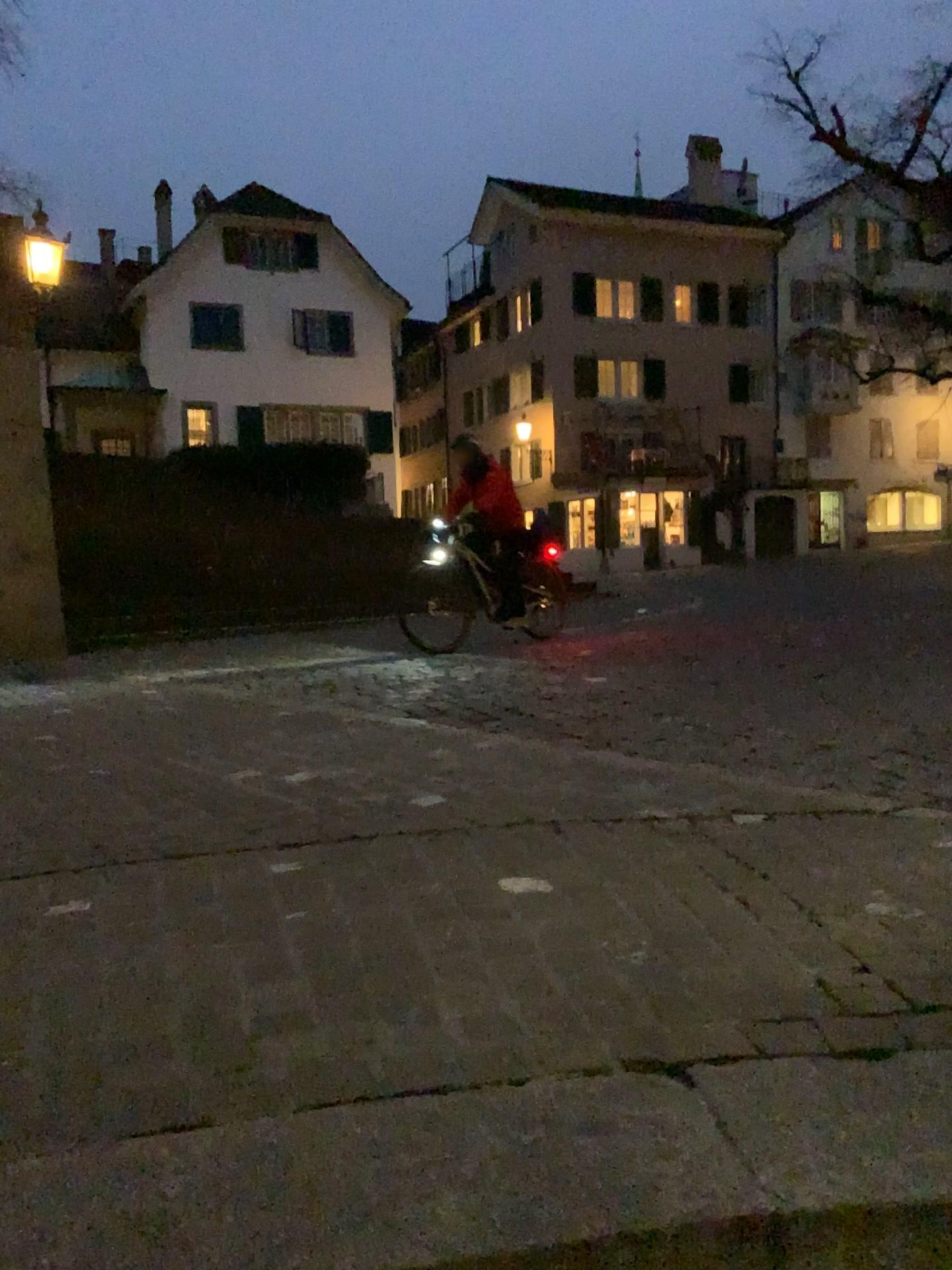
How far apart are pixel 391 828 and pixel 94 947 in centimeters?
103cm
